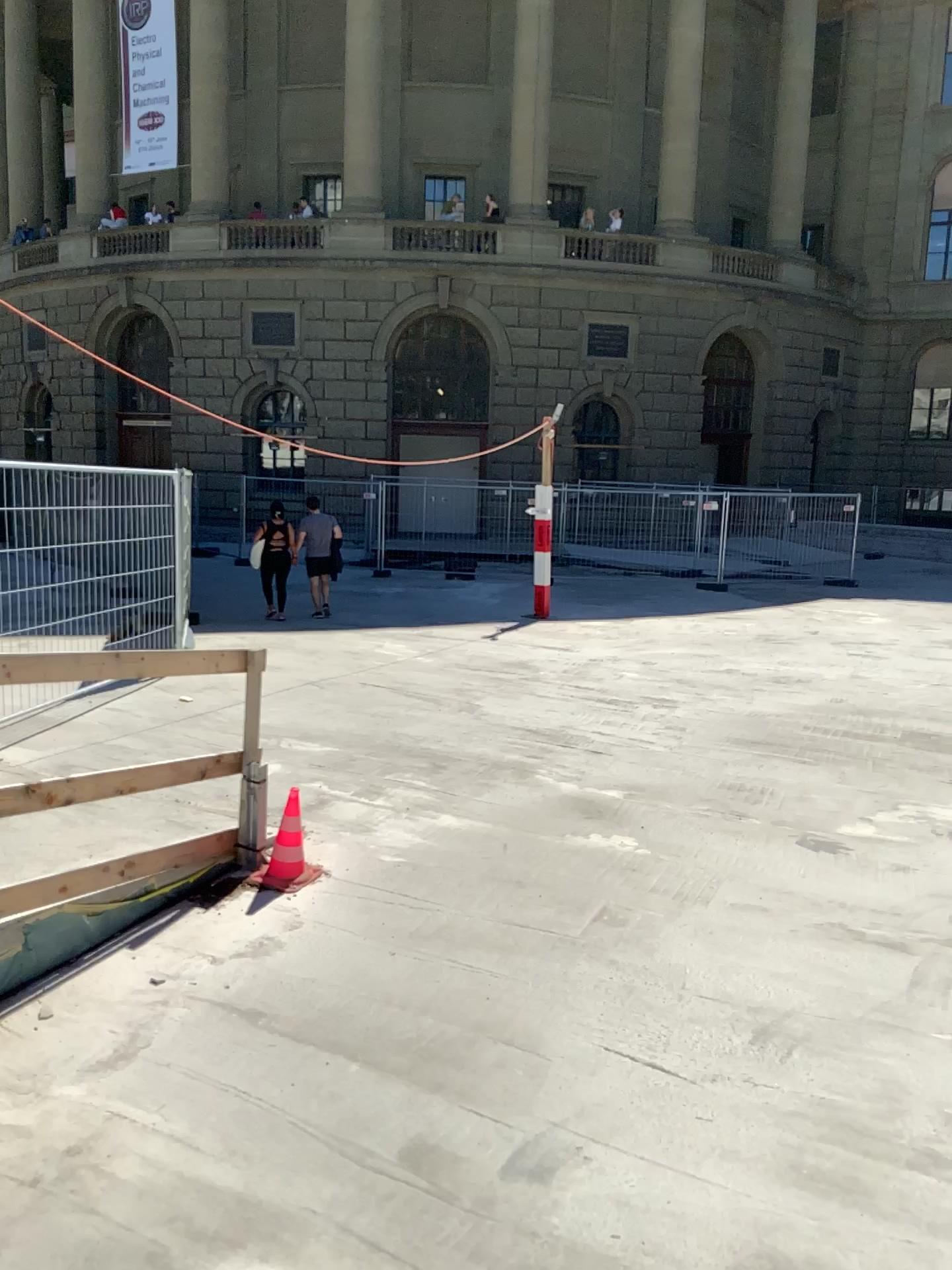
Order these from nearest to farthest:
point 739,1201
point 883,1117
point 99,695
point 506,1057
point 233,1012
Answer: point 739,1201 < point 883,1117 < point 506,1057 < point 233,1012 < point 99,695
